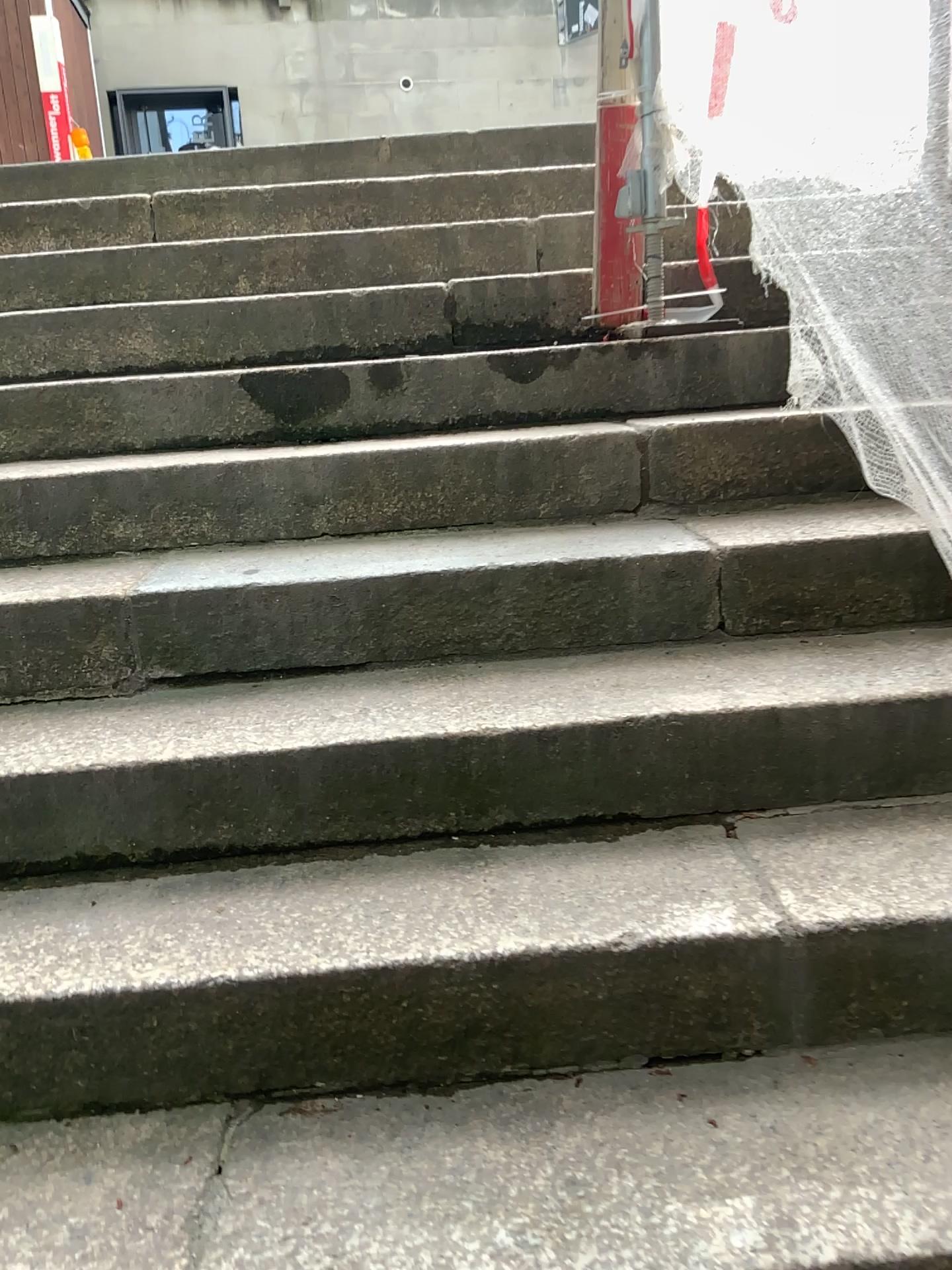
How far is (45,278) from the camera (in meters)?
2.83
